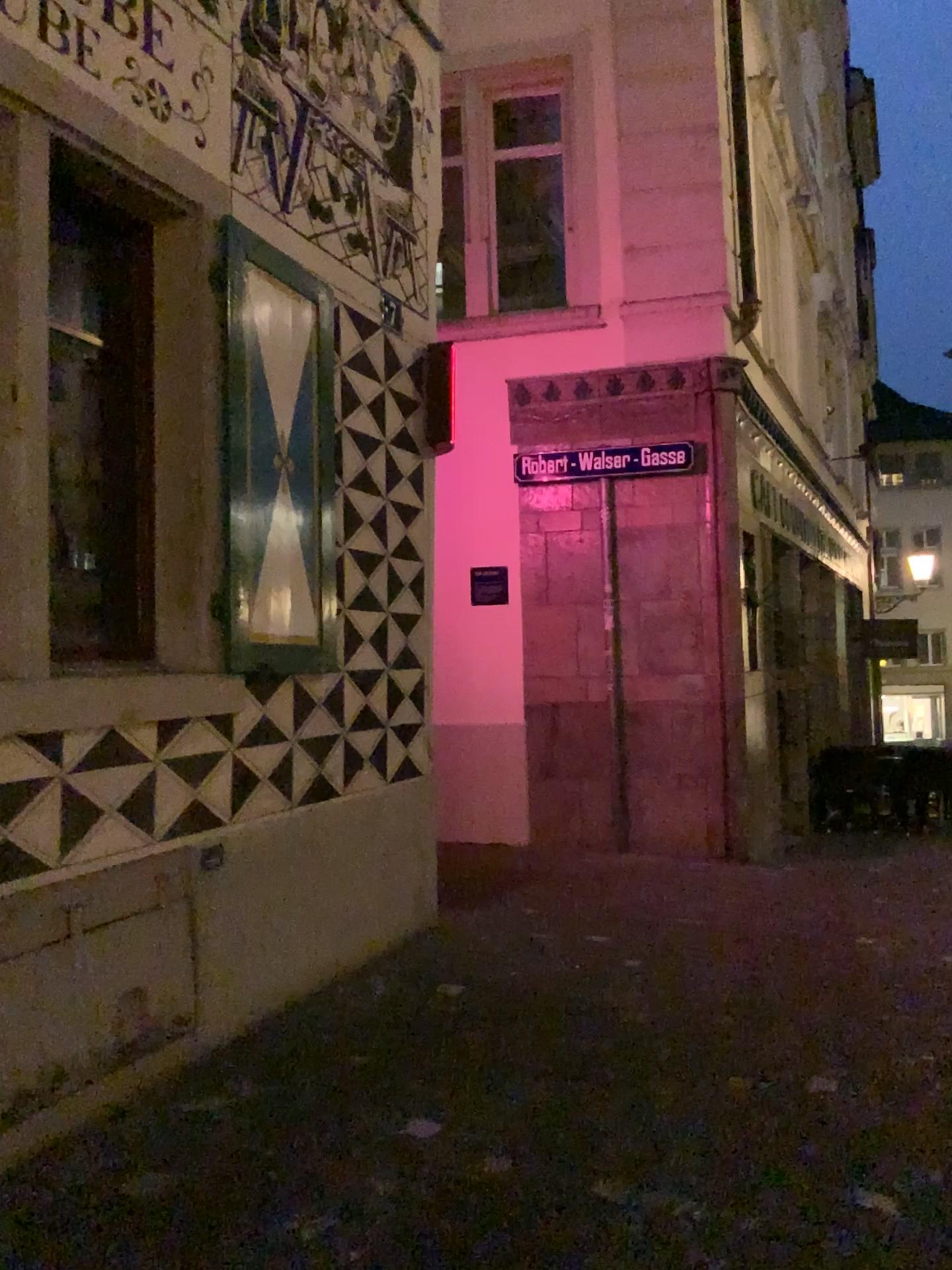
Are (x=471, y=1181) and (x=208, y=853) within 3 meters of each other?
yes

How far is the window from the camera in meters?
3.7

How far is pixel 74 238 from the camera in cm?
372
